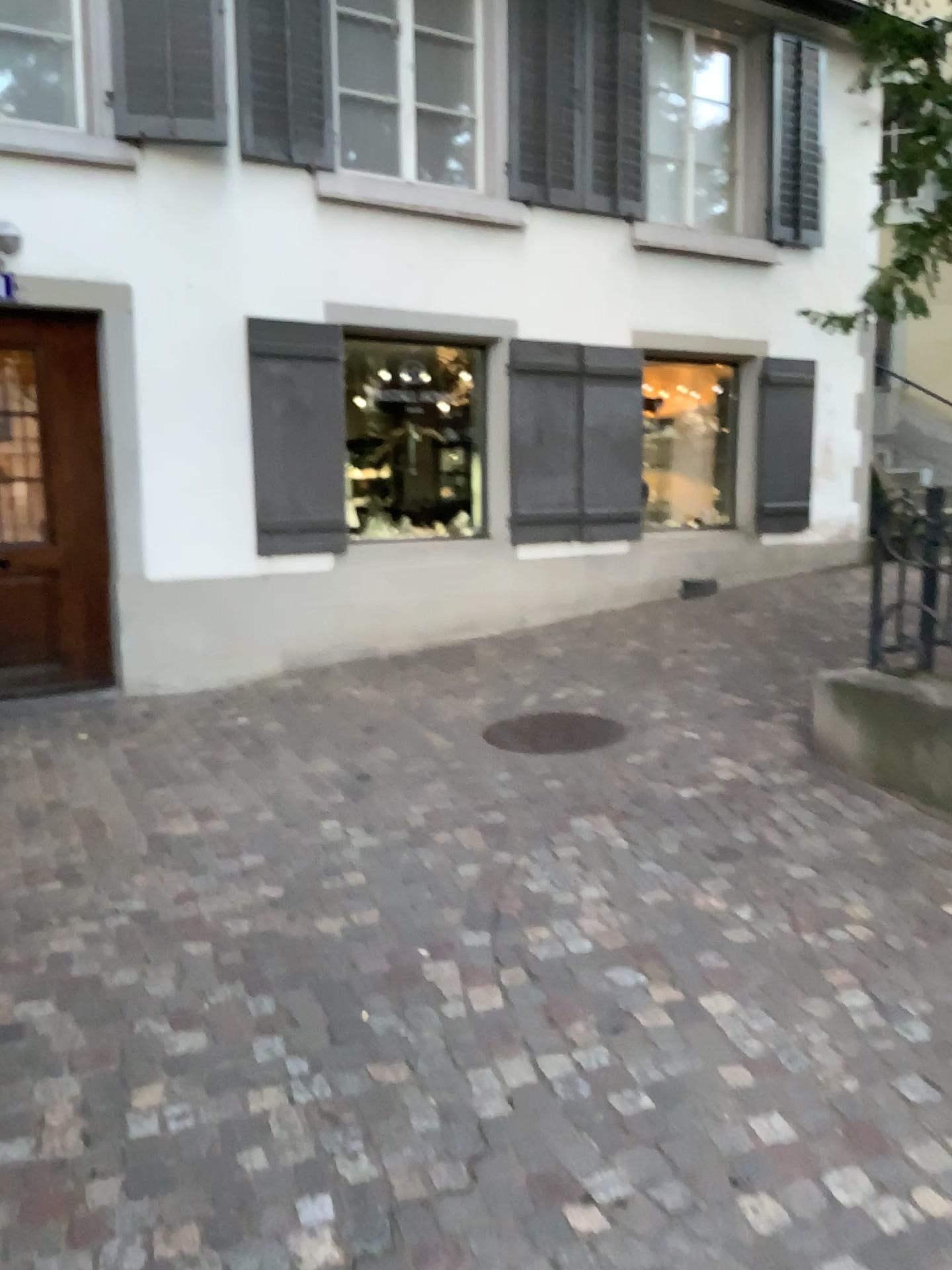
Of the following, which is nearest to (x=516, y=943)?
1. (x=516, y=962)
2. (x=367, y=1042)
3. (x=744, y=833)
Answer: (x=516, y=962)
